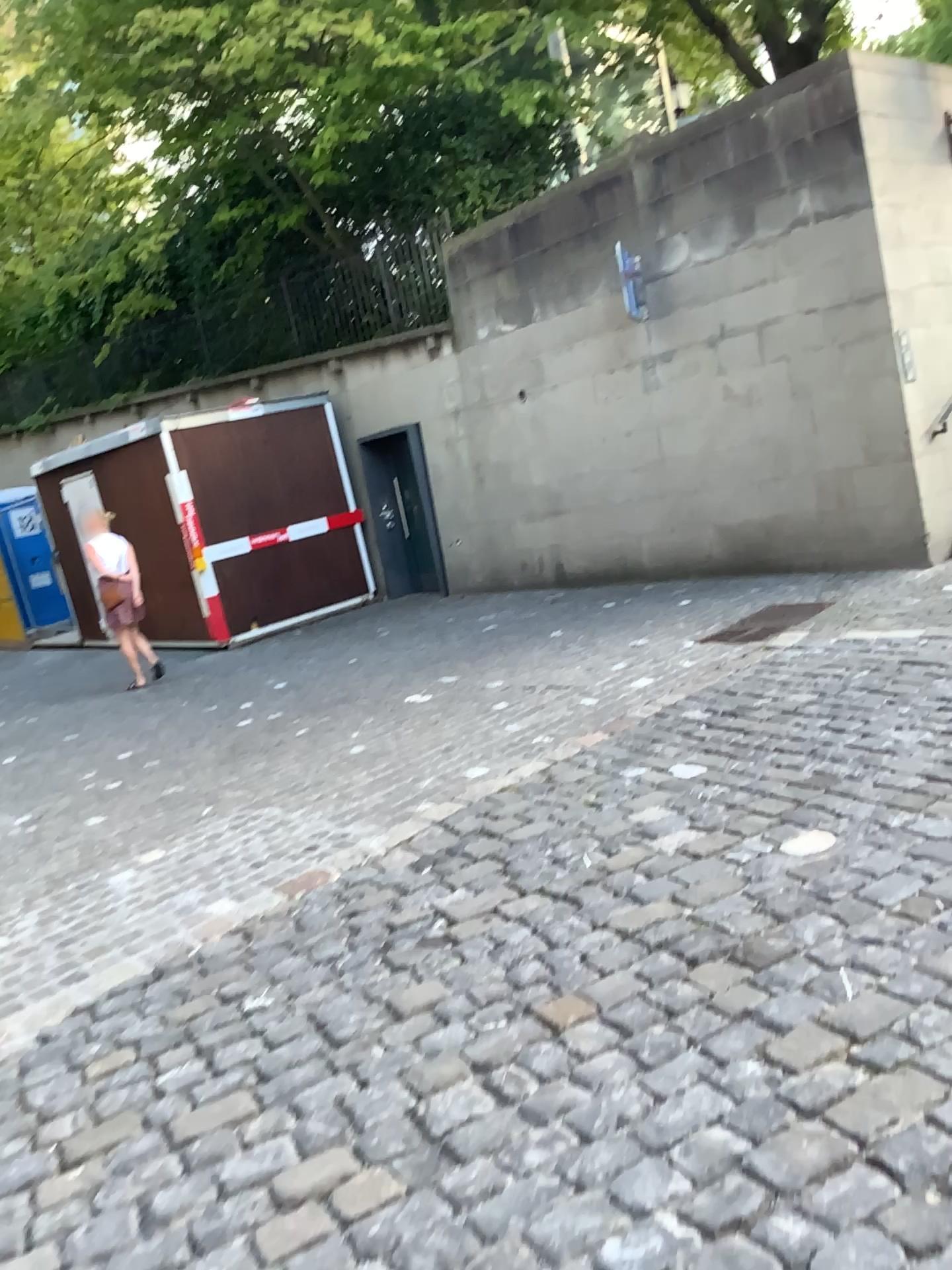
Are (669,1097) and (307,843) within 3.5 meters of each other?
yes
